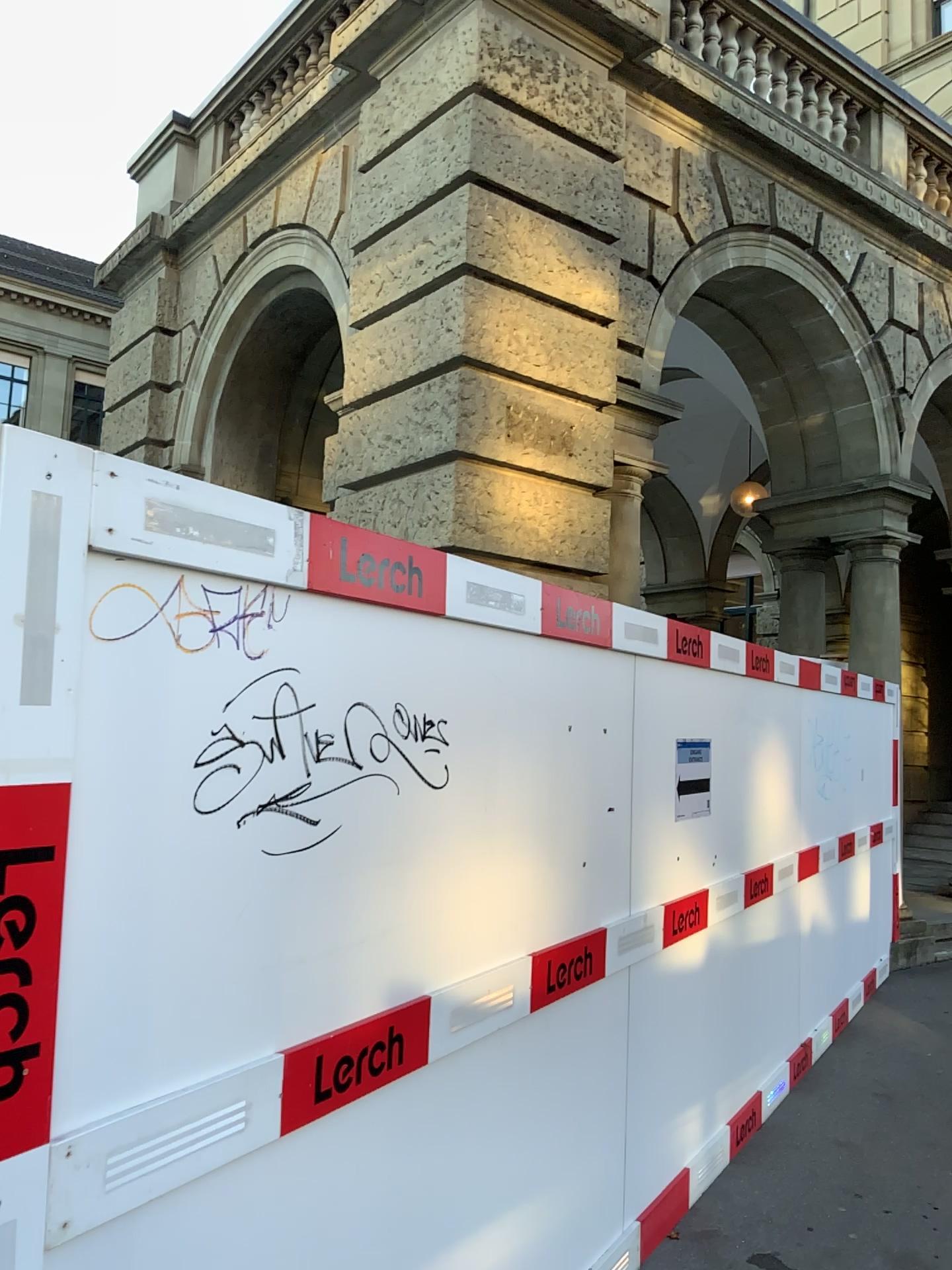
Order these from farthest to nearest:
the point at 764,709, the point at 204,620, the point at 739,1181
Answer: the point at 764,709, the point at 739,1181, the point at 204,620

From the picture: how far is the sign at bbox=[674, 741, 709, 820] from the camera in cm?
388

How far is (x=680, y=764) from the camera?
3.9 meters
